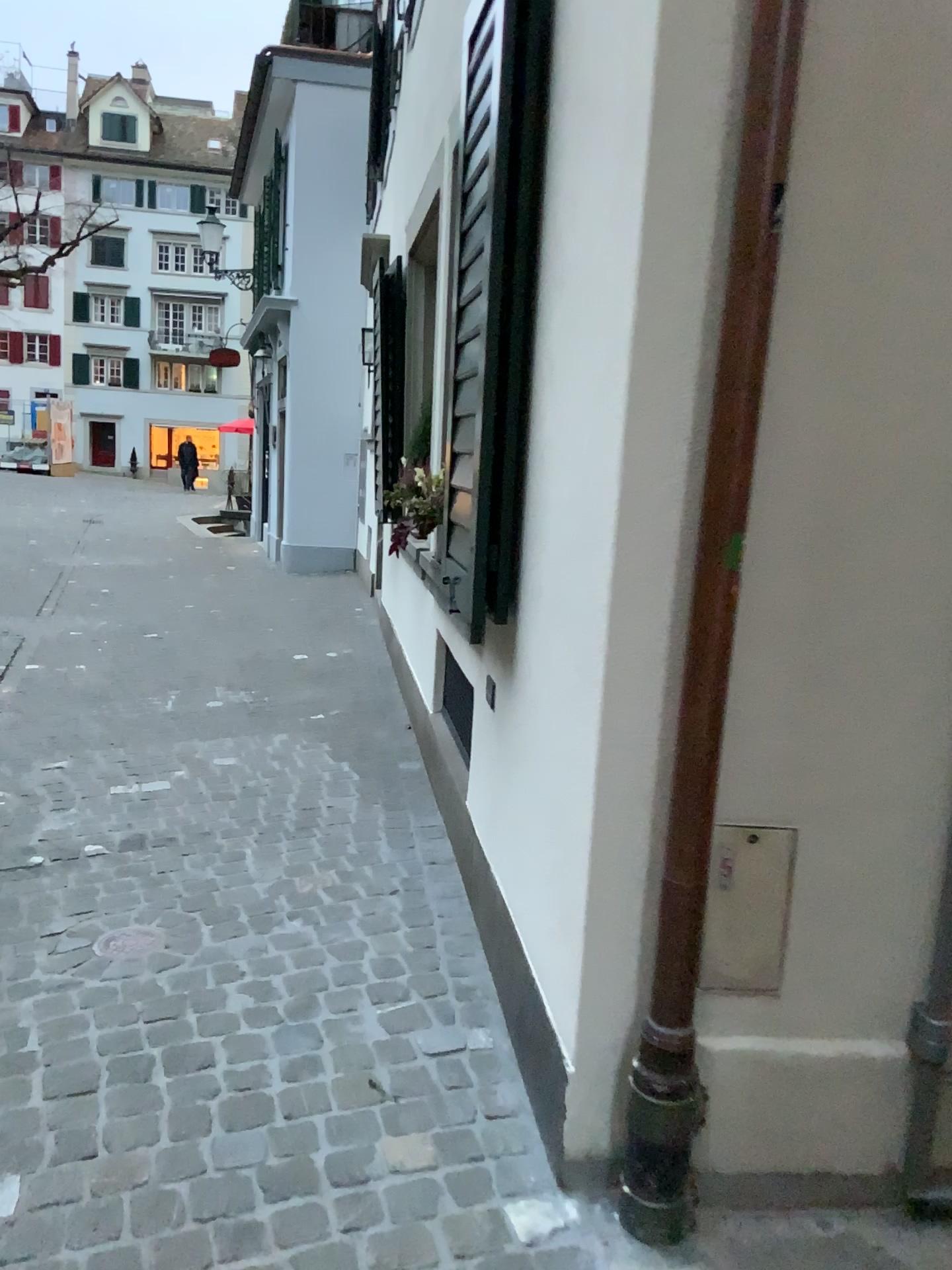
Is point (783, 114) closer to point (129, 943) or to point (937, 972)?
point (937, 972)

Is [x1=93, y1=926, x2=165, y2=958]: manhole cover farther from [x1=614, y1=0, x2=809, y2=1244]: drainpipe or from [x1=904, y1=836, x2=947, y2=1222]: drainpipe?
[x1=904, y1=836, x2=947, y2=1222]: drainpipe

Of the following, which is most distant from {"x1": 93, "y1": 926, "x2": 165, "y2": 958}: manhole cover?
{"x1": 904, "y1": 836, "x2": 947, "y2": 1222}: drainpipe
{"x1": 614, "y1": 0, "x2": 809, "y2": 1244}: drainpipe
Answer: {"x1": 904, "y1": 836, "x2": 947, "y2": 1222}: drainpipe

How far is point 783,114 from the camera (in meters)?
1.52

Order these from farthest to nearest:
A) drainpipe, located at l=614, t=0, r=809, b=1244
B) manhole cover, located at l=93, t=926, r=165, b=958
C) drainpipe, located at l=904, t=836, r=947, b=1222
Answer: manhole cover, located at l=93, t=926, r=165, b=958
drainpipe, located at l=904, t=836, r=947, b=1222
drainpipe, located at l=614, t=0, r=809, b=1244

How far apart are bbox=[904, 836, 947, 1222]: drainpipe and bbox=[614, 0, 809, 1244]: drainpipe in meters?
0.4 m

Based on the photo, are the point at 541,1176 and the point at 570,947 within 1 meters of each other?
yes

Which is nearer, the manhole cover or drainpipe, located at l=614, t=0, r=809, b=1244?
drainpipe, located at l=614, t=0, r=809, b=1244

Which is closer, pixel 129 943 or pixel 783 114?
pixel 783 114

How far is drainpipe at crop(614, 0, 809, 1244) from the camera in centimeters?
152cm
